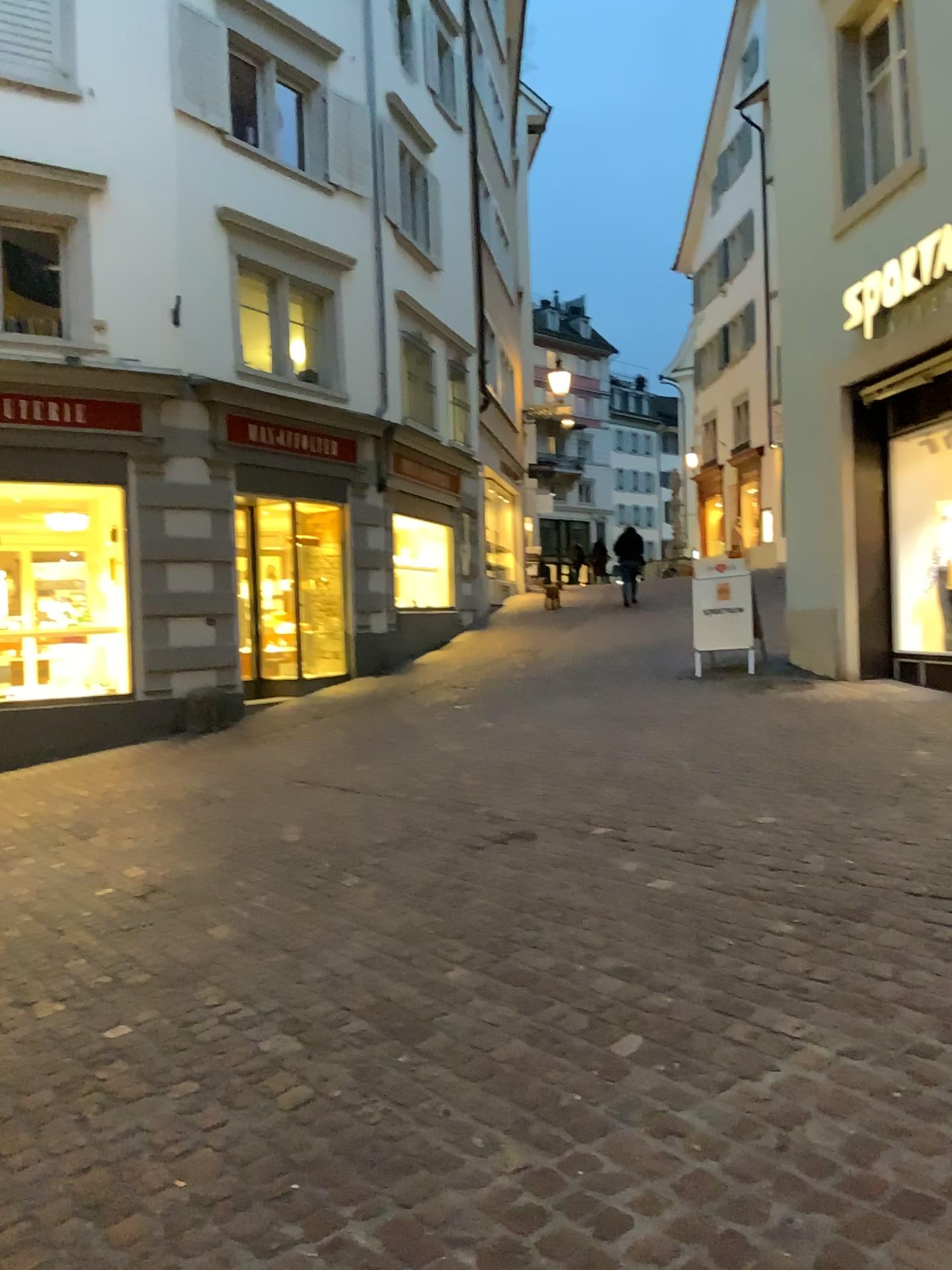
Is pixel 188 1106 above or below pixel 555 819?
below
